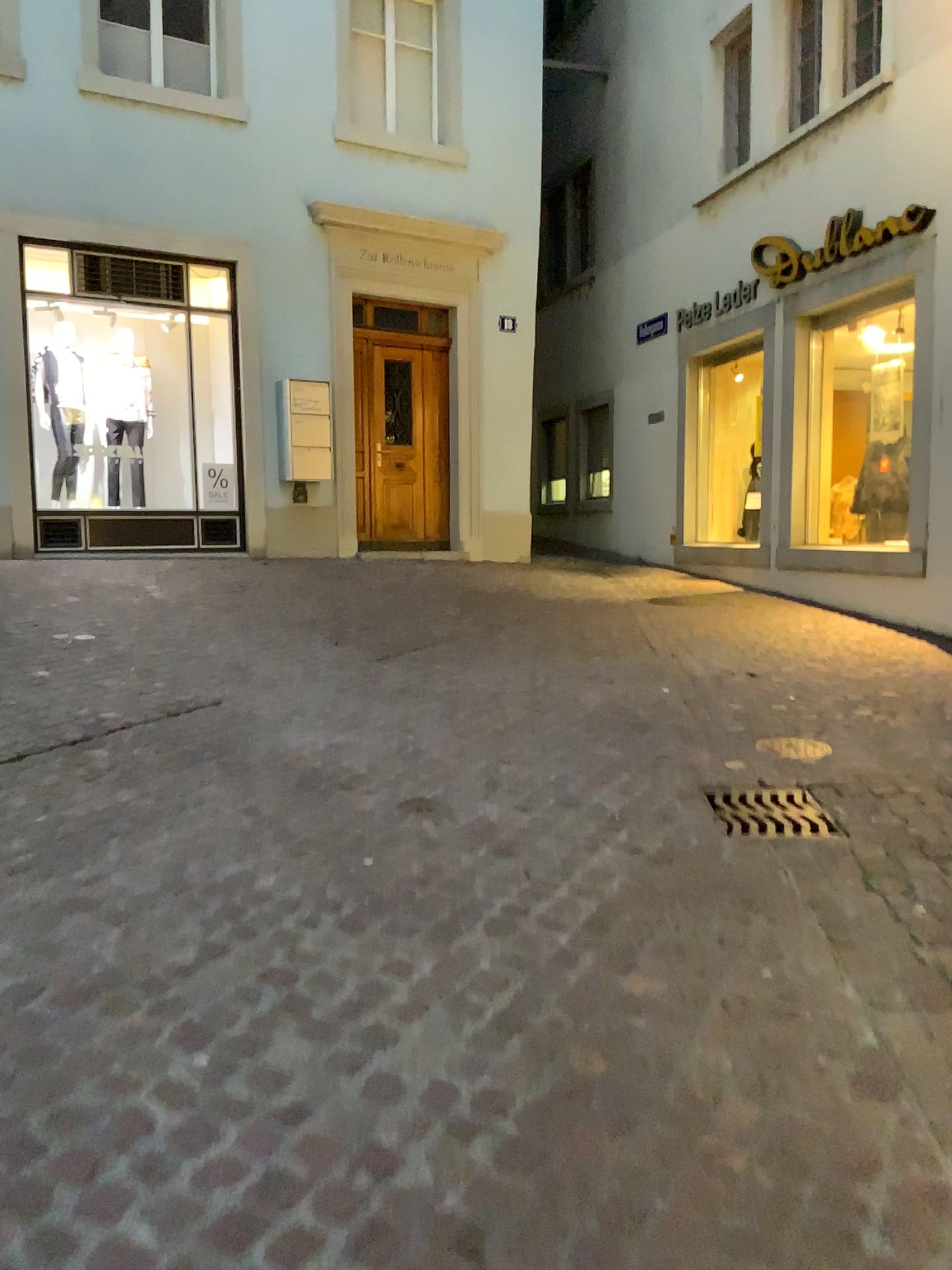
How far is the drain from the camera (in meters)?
3.48

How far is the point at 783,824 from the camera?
3.48m

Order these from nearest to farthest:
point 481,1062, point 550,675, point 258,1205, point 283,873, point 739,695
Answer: point 258,1205, point 481,1062, point 283,873, point 739,695, point 550,675
